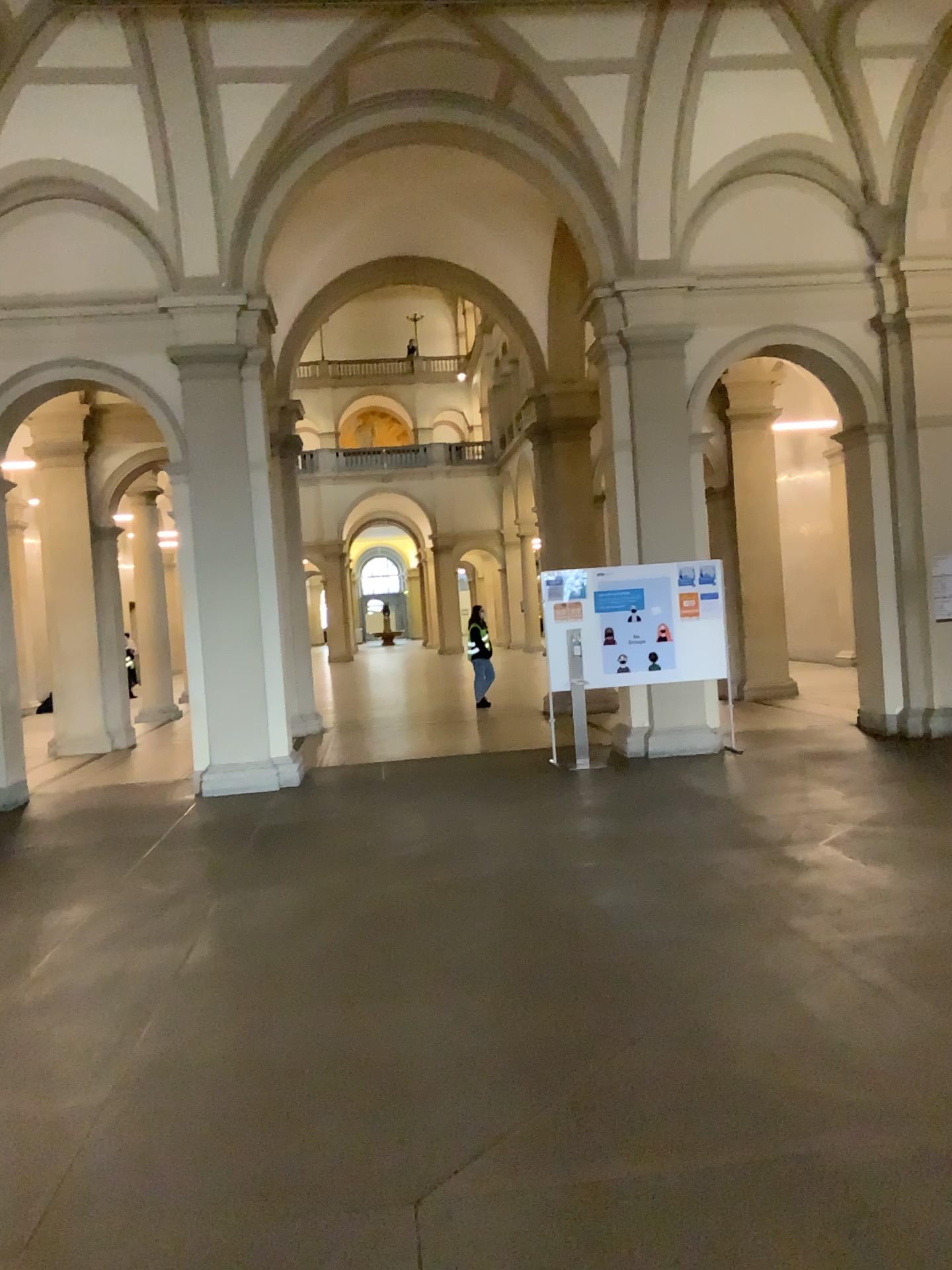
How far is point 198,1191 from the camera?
2.9 meters
